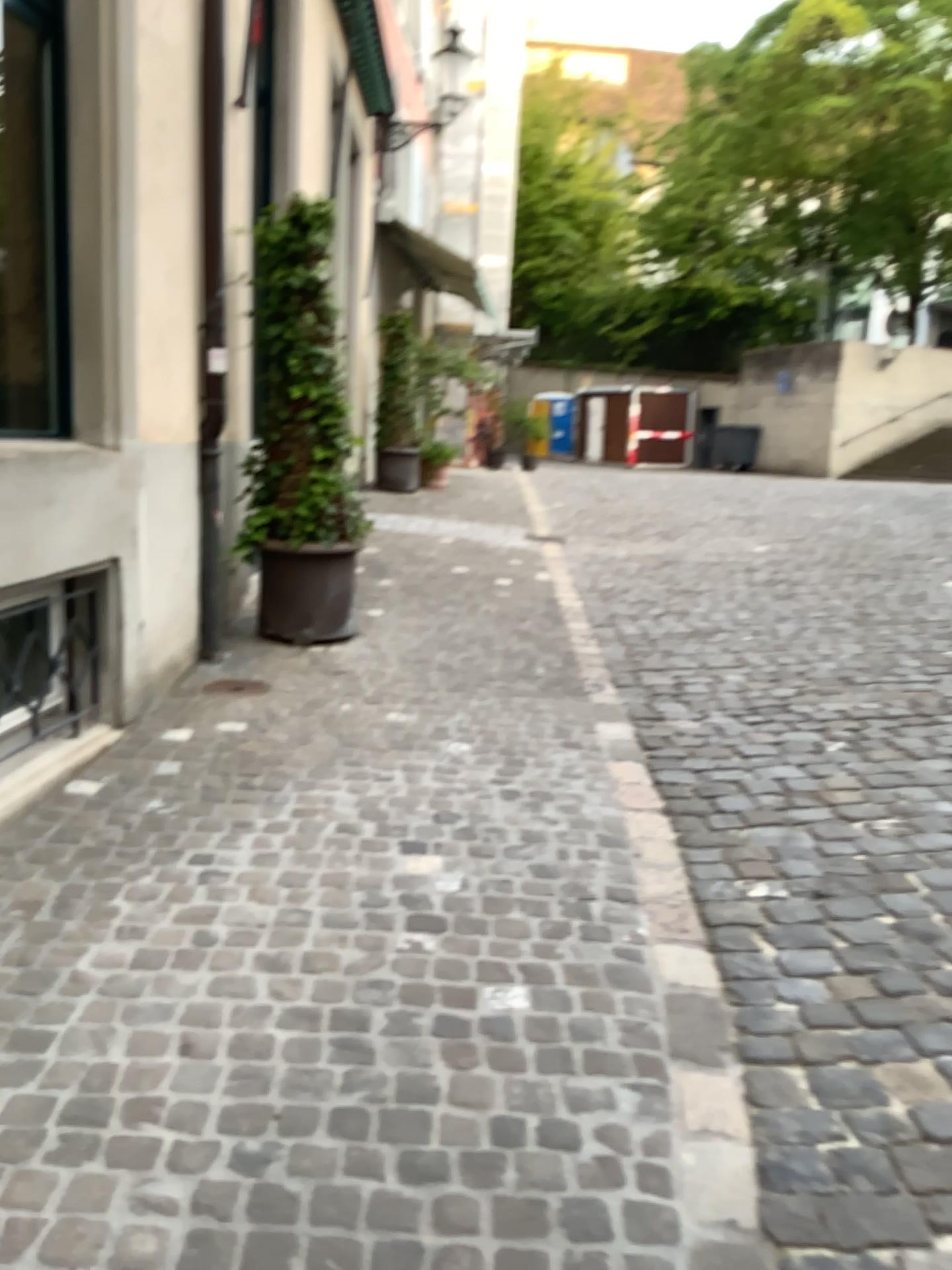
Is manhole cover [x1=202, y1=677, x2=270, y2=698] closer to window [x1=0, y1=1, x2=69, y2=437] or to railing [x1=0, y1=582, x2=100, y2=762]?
railing [x1=0, y1=582, x2=100, y2=762]

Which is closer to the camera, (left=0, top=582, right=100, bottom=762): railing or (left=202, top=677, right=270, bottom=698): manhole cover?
(left=0, top=582, right=100, bottom=762): railing

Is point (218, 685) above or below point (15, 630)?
below

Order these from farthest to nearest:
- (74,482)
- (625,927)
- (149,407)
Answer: (149,407)
(74,482)
(625,927)

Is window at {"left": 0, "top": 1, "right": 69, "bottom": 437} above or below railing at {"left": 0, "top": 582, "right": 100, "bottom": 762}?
above

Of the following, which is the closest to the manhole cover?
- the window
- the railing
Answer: the railing

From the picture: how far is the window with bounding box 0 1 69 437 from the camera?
3.6 meters

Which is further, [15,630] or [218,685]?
[218,685]

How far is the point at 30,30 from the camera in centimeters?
355cm
